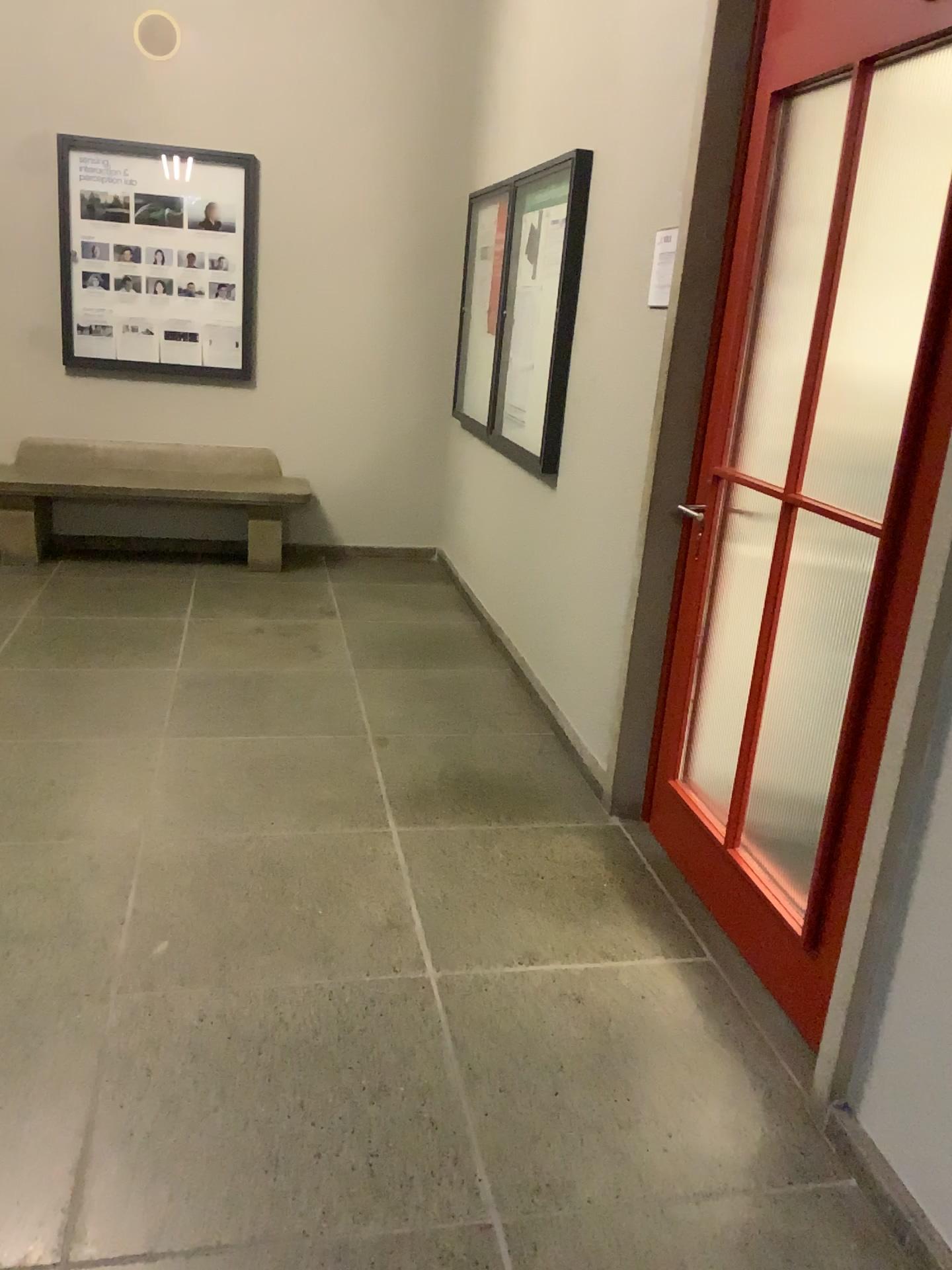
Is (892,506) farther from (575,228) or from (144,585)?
(144,585)
